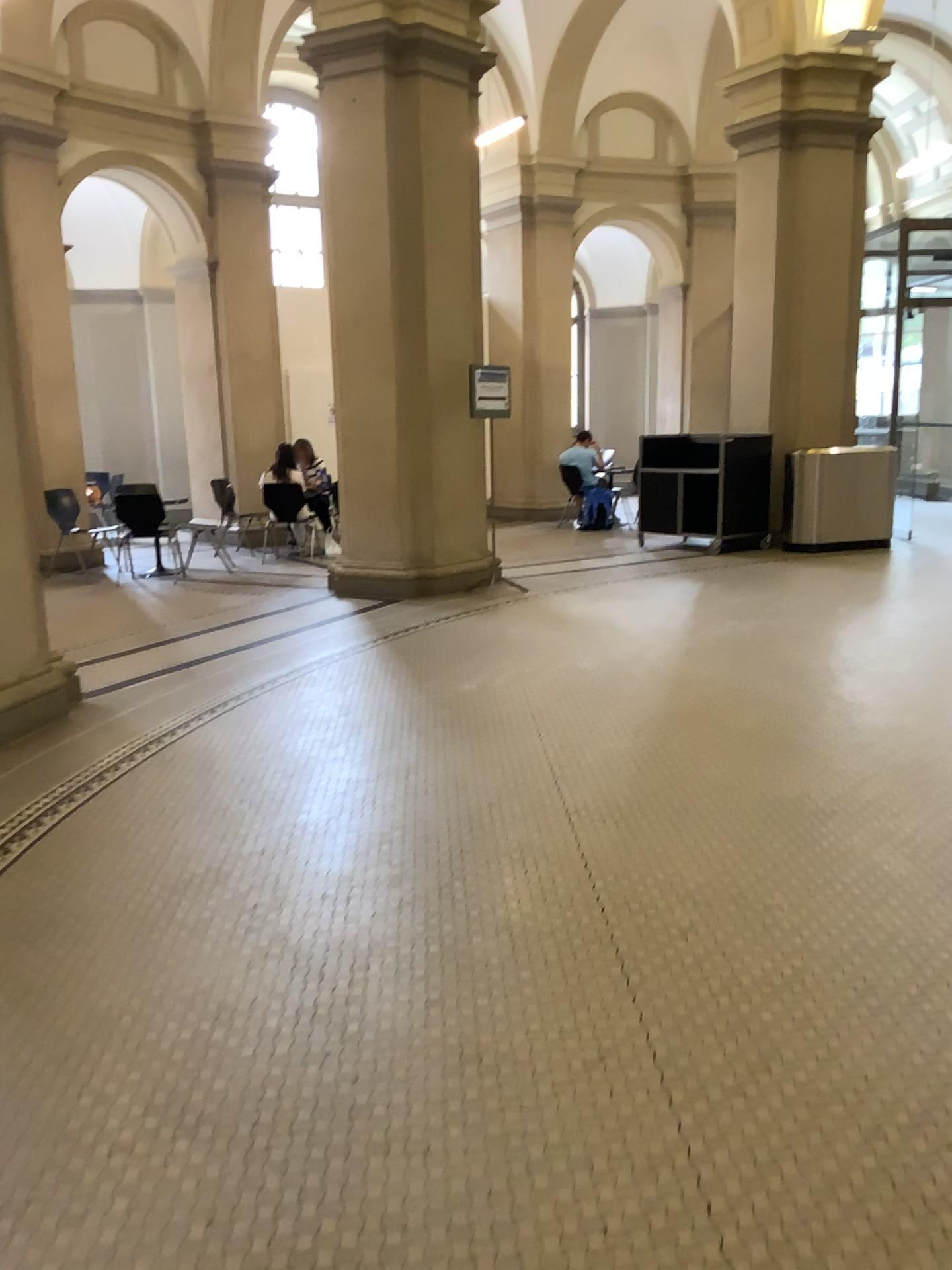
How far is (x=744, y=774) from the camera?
4.2 meters
